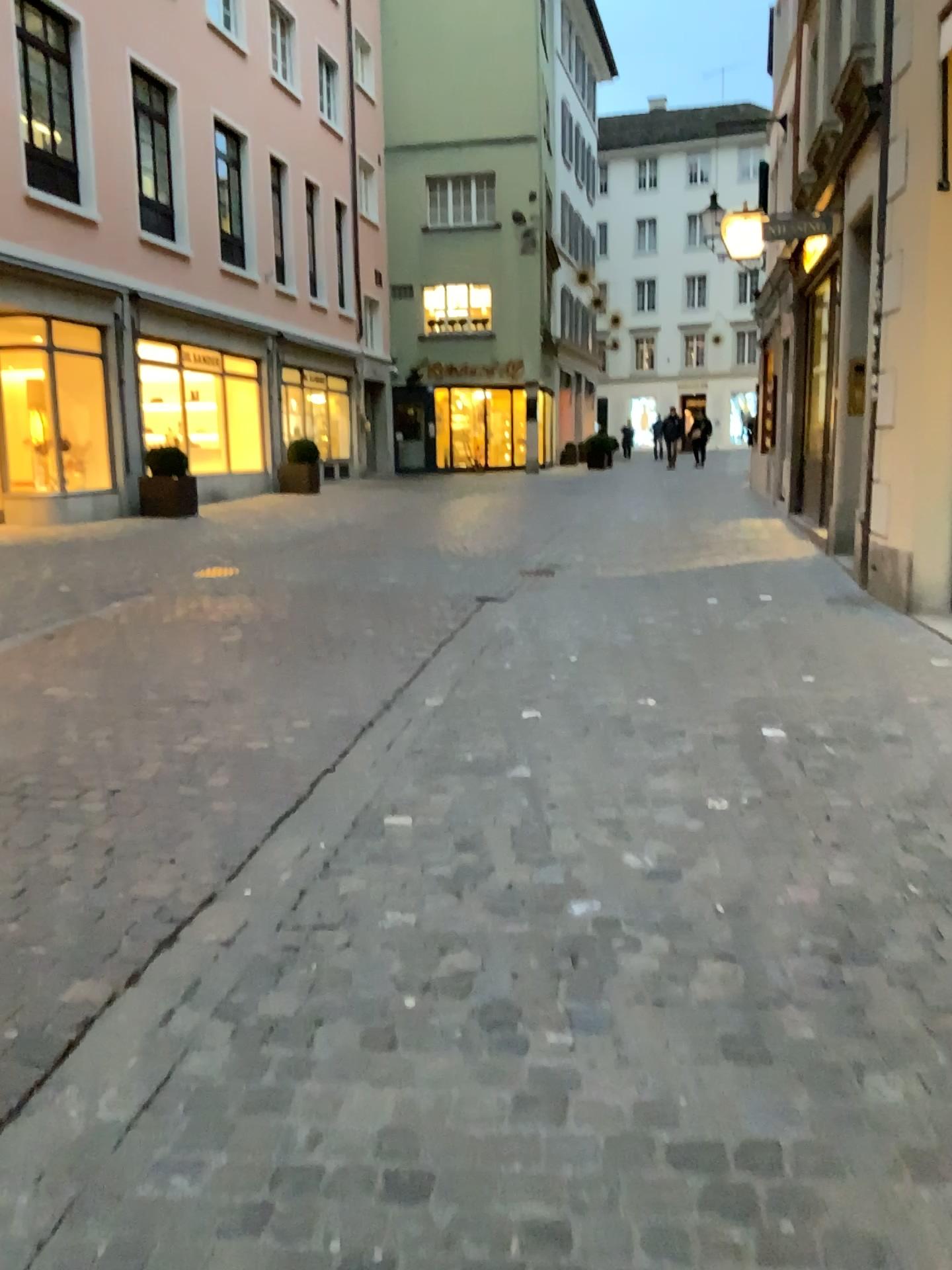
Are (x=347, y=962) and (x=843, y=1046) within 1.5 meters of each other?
yes
